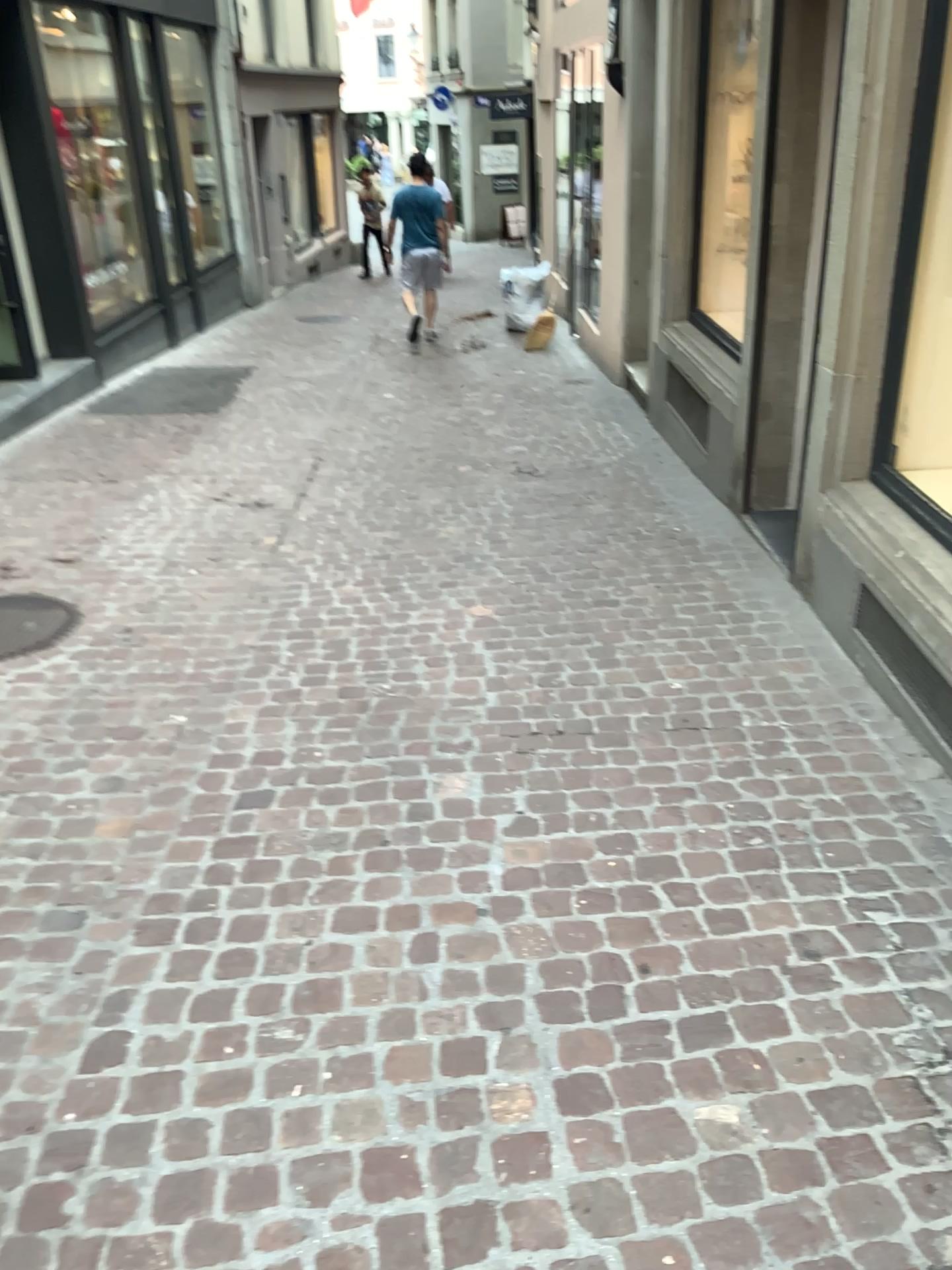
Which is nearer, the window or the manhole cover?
the window

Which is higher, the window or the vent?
the window

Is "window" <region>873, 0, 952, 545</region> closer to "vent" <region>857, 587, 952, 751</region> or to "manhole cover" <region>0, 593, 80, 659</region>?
"vent" <region>857, 587, 952, 751</region>

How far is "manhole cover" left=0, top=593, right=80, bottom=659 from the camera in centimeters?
405cm

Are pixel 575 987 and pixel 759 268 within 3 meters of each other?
no

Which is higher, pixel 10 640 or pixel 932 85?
pixel 932 85

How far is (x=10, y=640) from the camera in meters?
4.0 m

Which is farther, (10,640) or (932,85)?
(10,640)

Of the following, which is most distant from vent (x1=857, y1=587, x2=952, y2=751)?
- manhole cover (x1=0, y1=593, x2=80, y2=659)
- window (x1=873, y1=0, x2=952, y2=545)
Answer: manhole cover (x1=0, y1=593, x2=80, y2=659)
